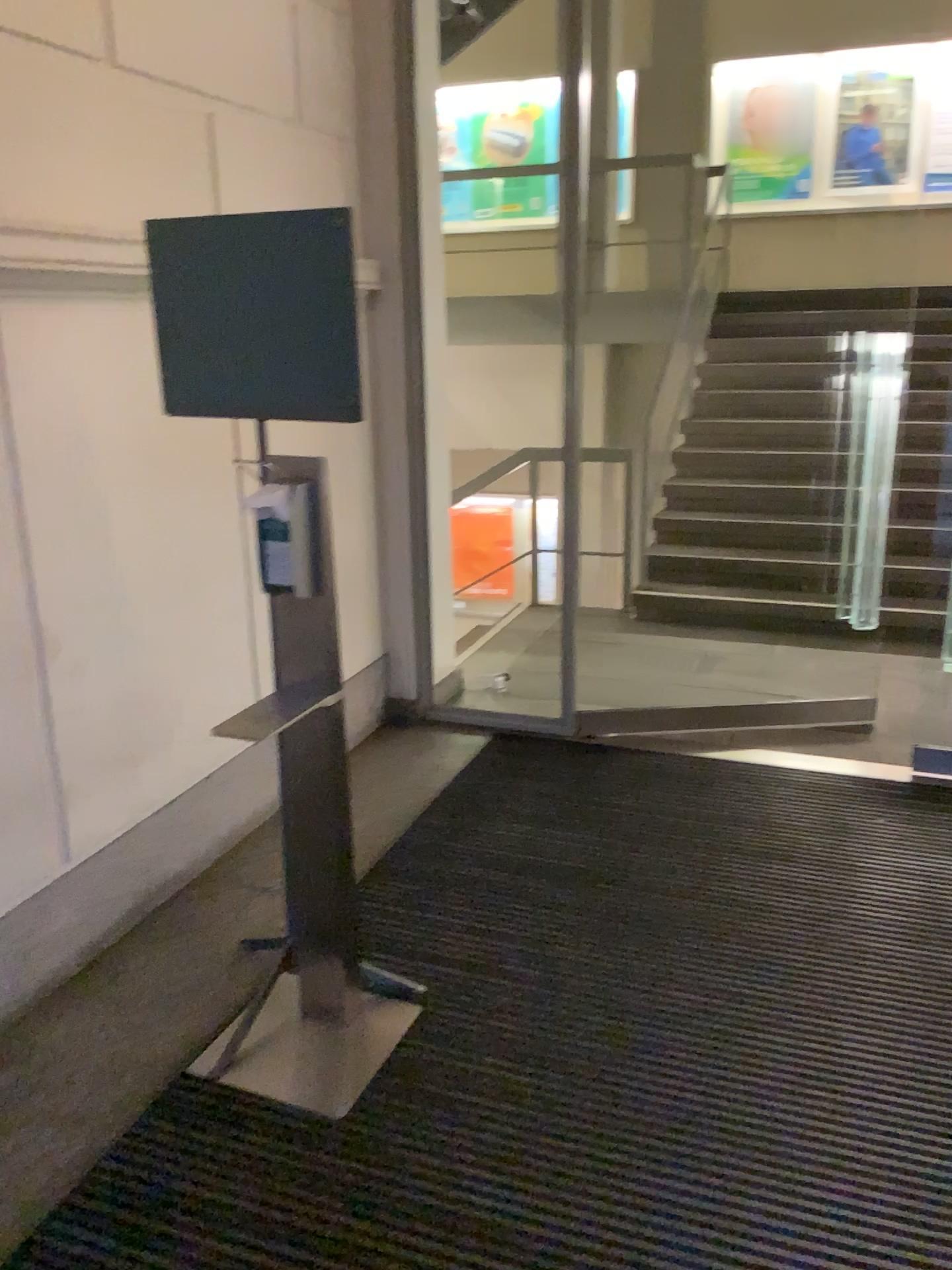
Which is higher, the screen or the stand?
the screen

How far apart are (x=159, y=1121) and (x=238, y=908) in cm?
82

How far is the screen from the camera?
2.1 meters

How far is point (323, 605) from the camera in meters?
2.3

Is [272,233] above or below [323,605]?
above

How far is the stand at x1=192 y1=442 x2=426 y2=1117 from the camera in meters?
2.3

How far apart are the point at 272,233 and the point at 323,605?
0.8m
